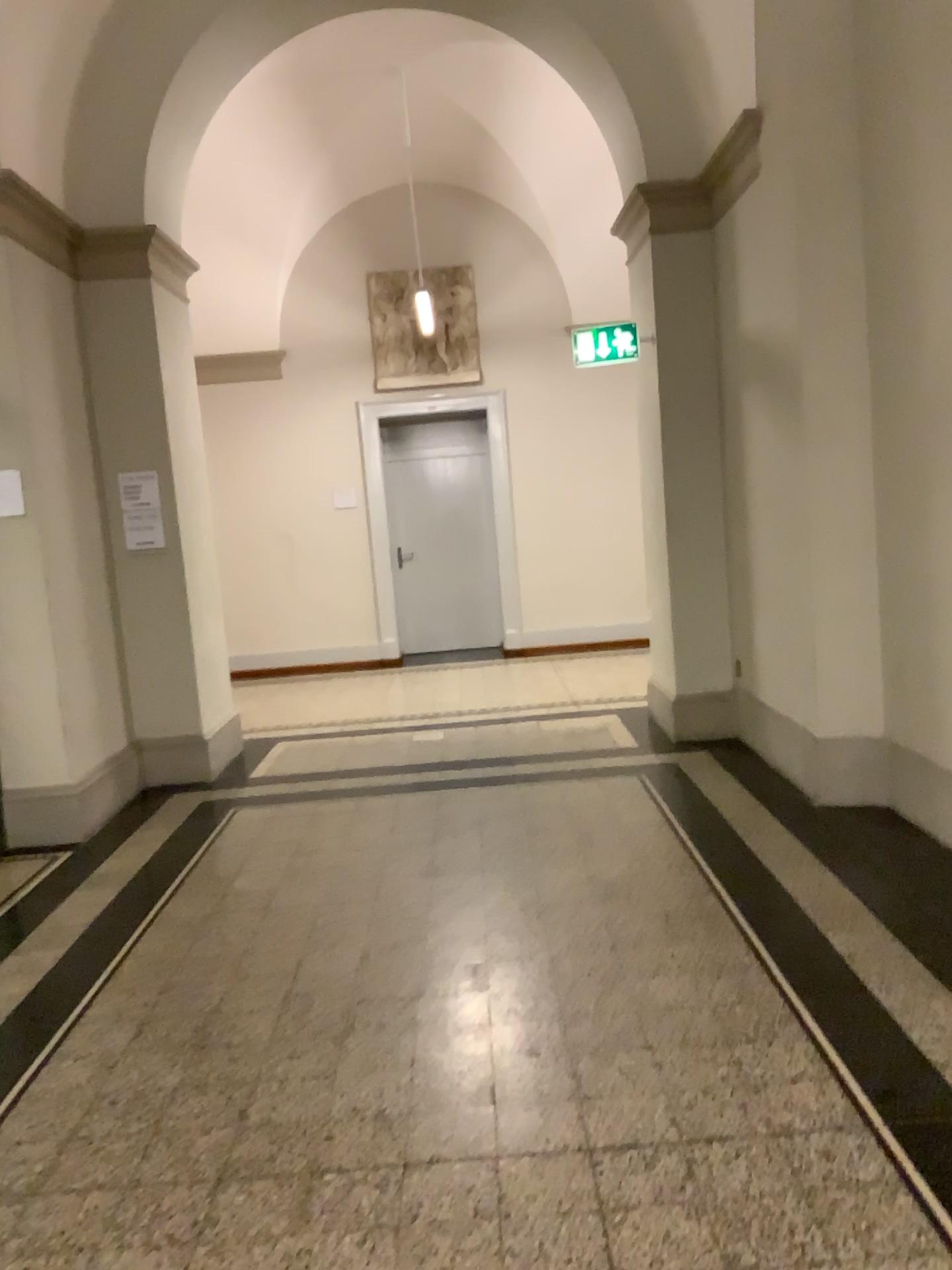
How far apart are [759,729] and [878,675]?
0.9 meters
